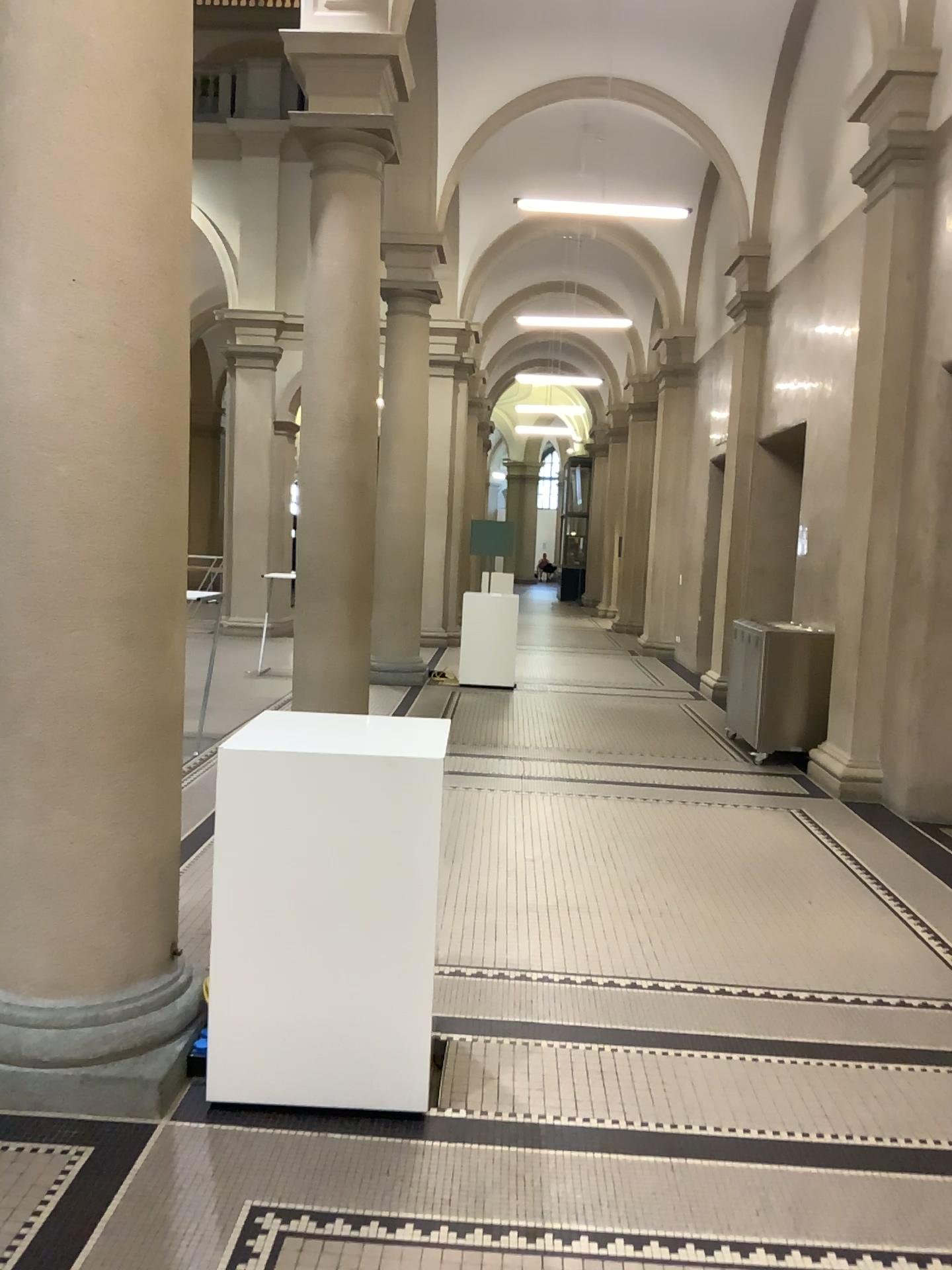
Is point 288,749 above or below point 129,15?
below

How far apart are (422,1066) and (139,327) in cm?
214

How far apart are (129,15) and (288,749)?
1.9 meters

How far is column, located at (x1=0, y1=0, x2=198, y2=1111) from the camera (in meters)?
2.74

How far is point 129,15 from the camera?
2.74m

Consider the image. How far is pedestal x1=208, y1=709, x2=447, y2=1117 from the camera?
2.8 meters
